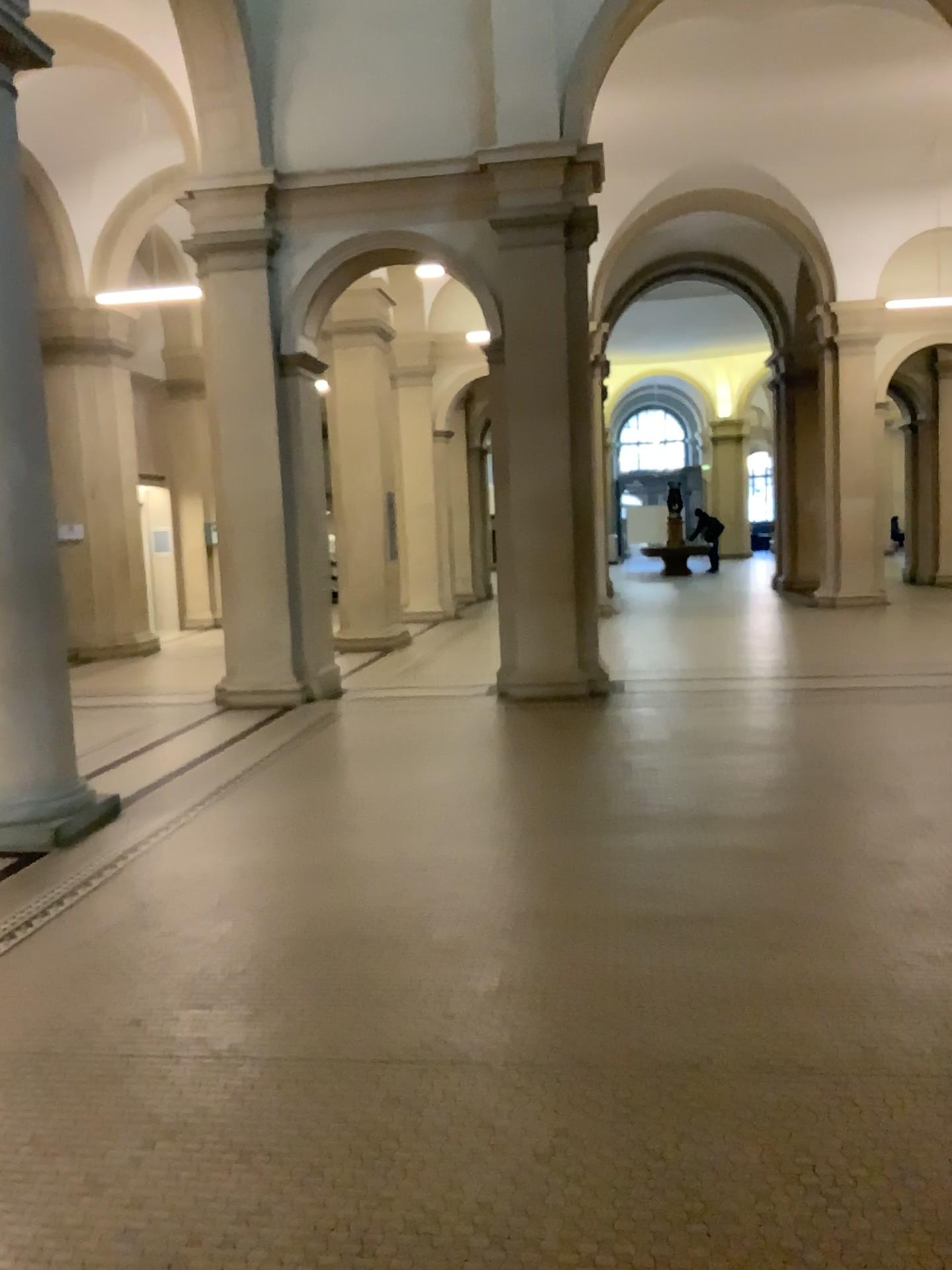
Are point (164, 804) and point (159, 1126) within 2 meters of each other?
no
